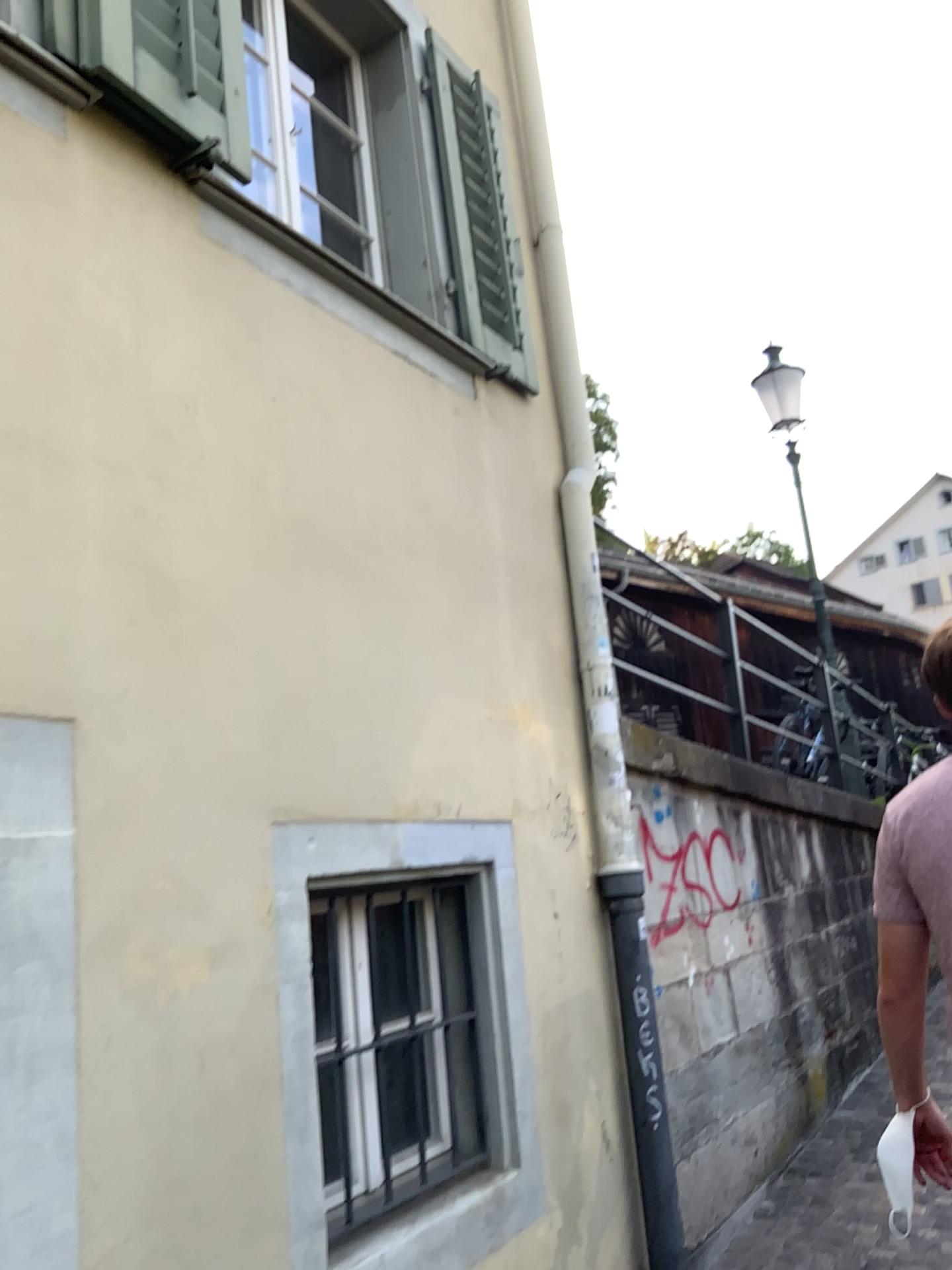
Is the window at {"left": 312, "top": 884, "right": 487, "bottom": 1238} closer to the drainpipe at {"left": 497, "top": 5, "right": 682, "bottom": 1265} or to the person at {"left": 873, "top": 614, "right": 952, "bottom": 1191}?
the drainpipe at {"left": 497, "top": 5, "right": 682, "bottom": 1265}

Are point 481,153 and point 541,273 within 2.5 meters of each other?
yes

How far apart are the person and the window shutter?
2.1m

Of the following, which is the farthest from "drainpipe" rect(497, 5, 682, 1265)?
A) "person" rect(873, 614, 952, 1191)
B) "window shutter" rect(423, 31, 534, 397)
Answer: "person" rect(873, 614, 952, 1191)

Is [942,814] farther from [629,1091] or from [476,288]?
[476,288]

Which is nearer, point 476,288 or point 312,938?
point 312,938

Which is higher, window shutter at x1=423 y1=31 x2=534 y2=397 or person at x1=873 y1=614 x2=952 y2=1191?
window shutter at x1=423 y1=31 x2=534 y2=397

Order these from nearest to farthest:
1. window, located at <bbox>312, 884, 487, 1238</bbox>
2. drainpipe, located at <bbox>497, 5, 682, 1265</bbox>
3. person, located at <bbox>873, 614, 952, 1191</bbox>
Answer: person, located at <bbox>873, 614, 952, 1191</bbox>
window, located at <bbox>312, 884, 487, 1238</bbox>
drainpipe, located at <bbox>497, 5, 682, 1265</bbox>

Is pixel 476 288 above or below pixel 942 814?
above

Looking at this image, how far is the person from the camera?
1.95m
